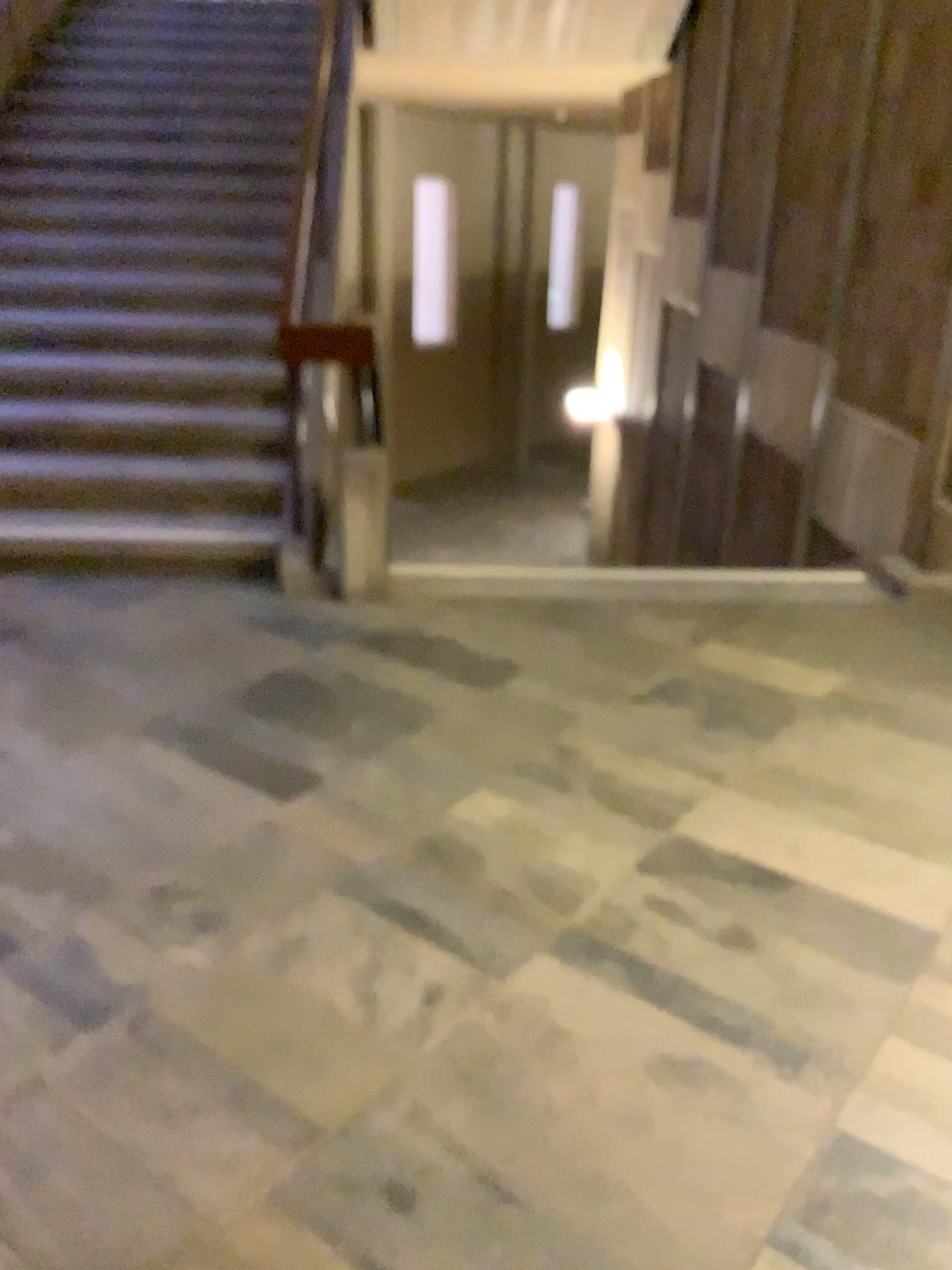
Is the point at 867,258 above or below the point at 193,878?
above
